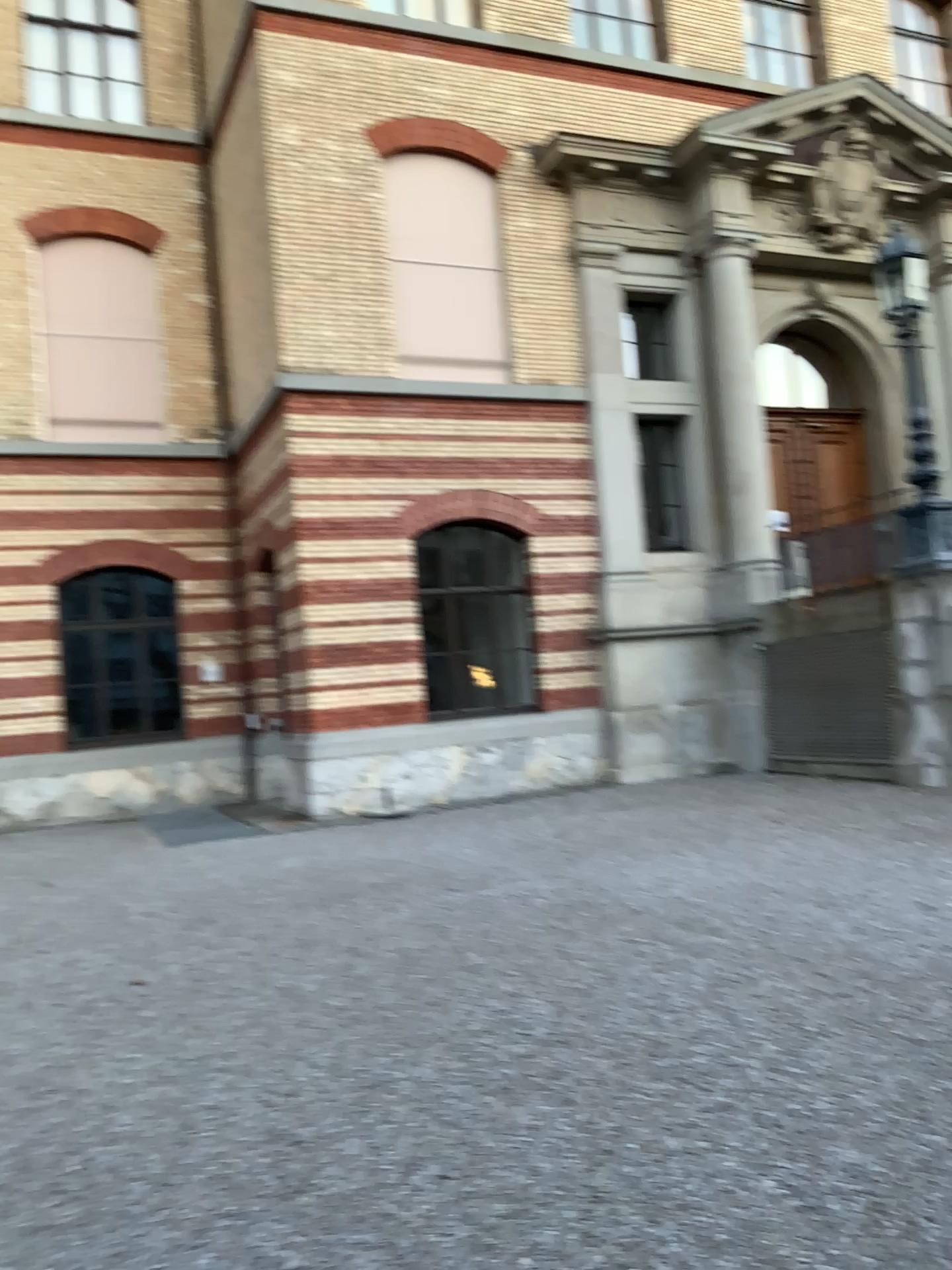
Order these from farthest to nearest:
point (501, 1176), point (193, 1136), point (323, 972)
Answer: point (323, 972), point (193, 1136), point (501, 1176)
